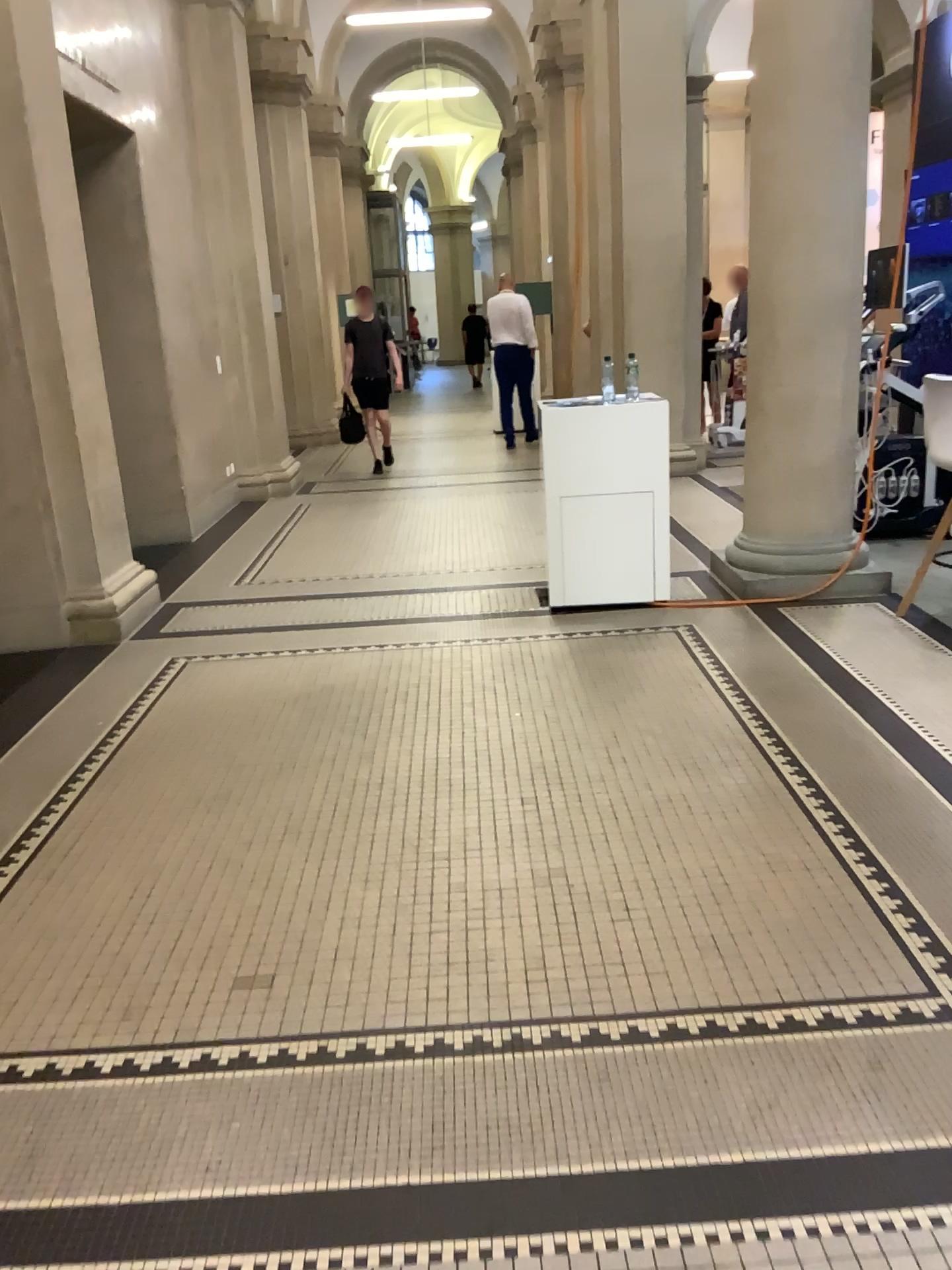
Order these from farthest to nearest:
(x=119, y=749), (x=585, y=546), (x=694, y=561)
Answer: (x=694, y=561) → (x=585, y=546) → (x=119, y=749)
